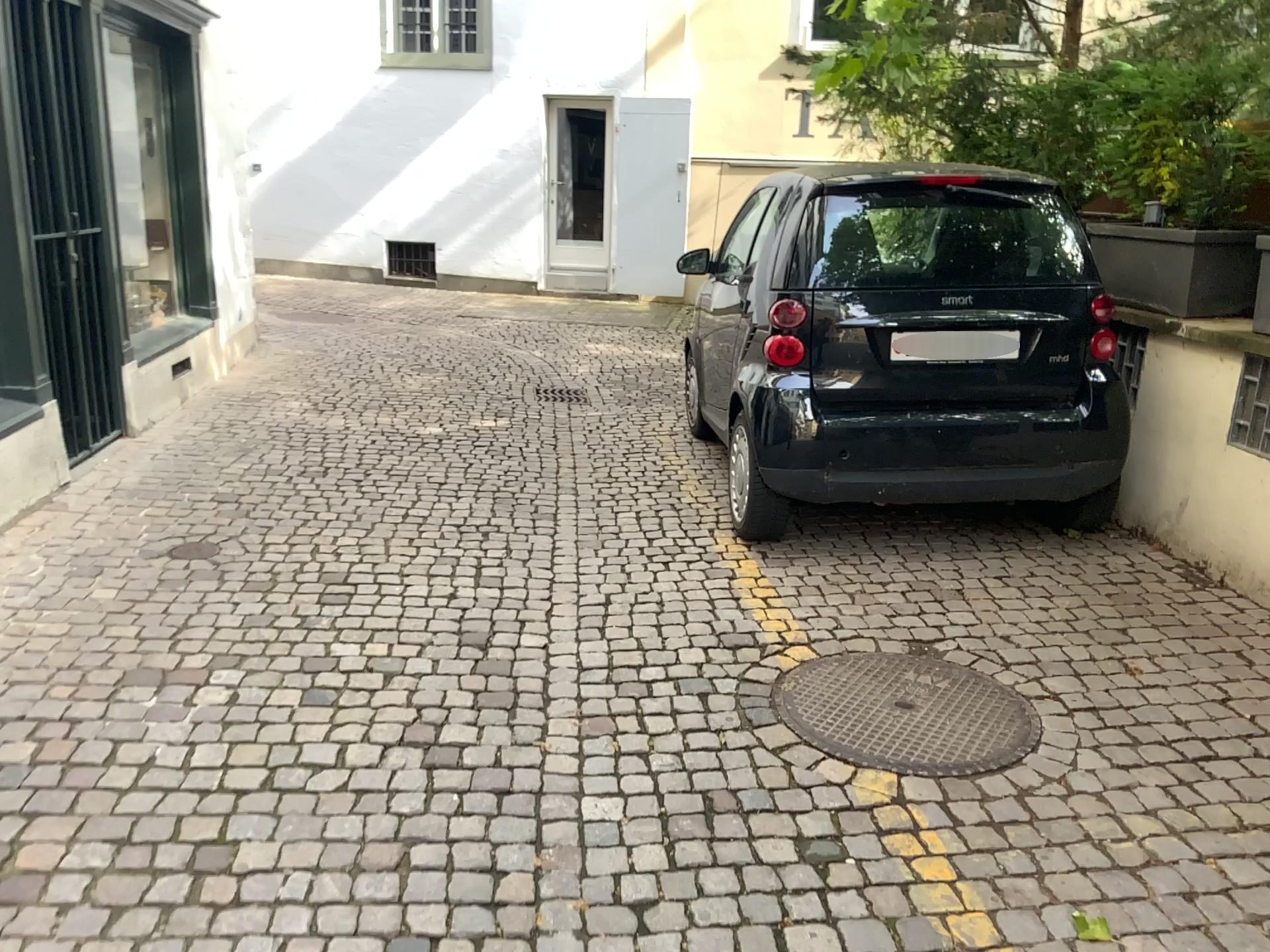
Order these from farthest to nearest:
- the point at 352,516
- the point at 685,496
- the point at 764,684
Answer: Answer: the point at 685,496 < the point at 352,516 < the point at 764,684

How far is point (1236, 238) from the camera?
4.16m

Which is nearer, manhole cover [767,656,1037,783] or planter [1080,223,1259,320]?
manhole cover [767,656,1037,783]

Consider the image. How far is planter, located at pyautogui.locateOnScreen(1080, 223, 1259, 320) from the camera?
4.16m

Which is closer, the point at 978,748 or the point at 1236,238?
the point at 978,748

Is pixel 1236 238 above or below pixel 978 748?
above

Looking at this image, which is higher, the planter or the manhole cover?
the planter
